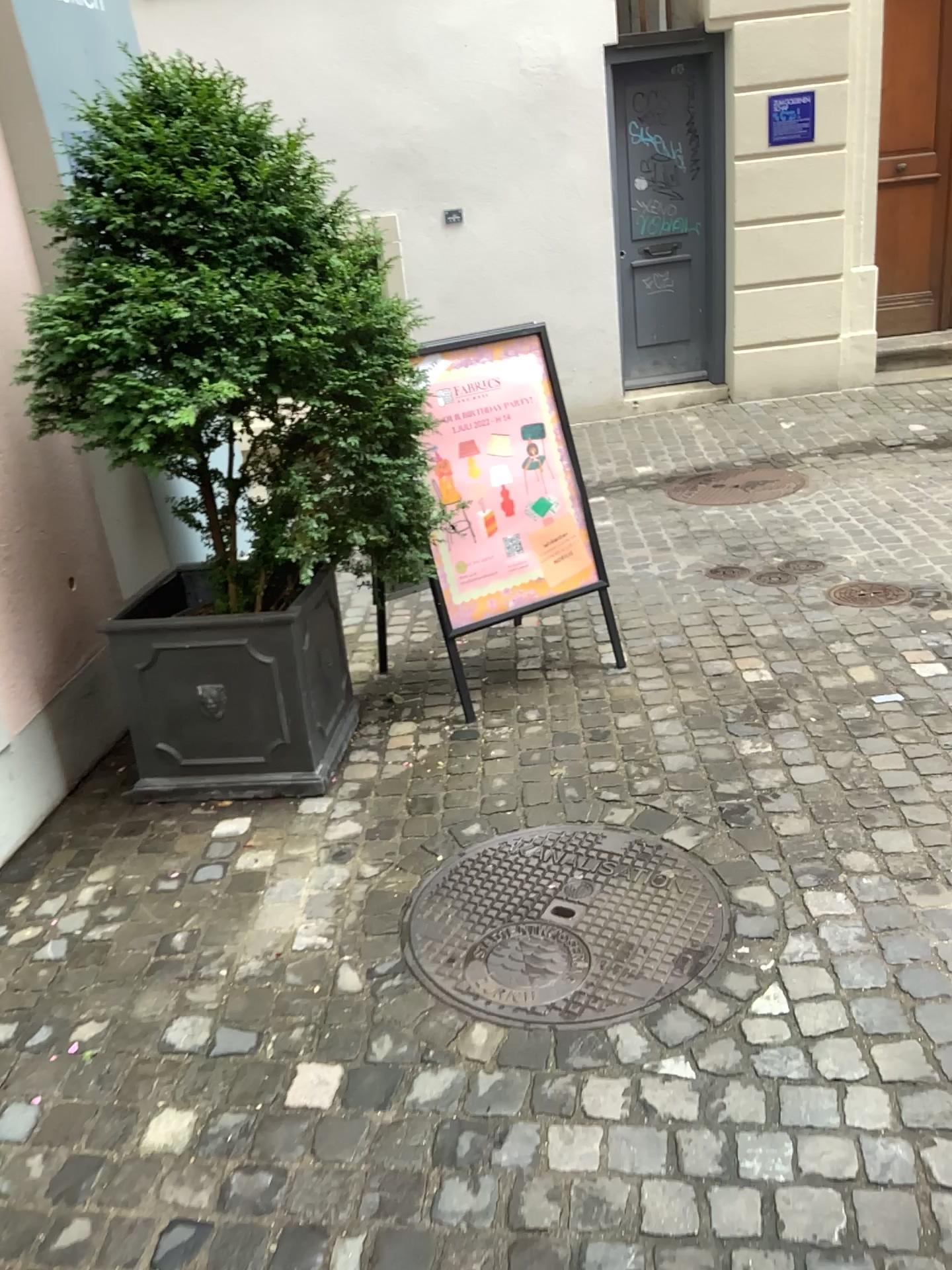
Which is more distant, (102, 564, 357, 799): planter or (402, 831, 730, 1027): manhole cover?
(102, 564, 357, 799): planter

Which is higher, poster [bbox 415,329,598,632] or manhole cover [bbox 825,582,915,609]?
poster [bbox 415,329,598,632]

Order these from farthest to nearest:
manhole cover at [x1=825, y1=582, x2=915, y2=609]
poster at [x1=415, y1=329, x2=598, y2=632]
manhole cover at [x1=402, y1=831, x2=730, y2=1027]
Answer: manhole cover at [x1=825, y1=582, x2=915, y2=609] → poster at [x1=415, y1=329, x2=598, y2=632] → manhole cover at [x1=402, y1=831, x2=730, y2=1027]

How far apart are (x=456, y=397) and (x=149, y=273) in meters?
1.1

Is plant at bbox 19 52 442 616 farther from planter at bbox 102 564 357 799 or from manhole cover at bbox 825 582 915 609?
manhole cover at bbox 825 582 915 609

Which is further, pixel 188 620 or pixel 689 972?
pixel 188 620

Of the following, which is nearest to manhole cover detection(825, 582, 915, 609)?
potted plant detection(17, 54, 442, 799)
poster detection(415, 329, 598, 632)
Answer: poster detection(415, 329, 598, 632)

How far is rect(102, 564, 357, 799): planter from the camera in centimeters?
283cm

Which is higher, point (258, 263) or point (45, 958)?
point (258, 263)

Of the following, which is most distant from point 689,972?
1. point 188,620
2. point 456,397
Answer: point 456,397
